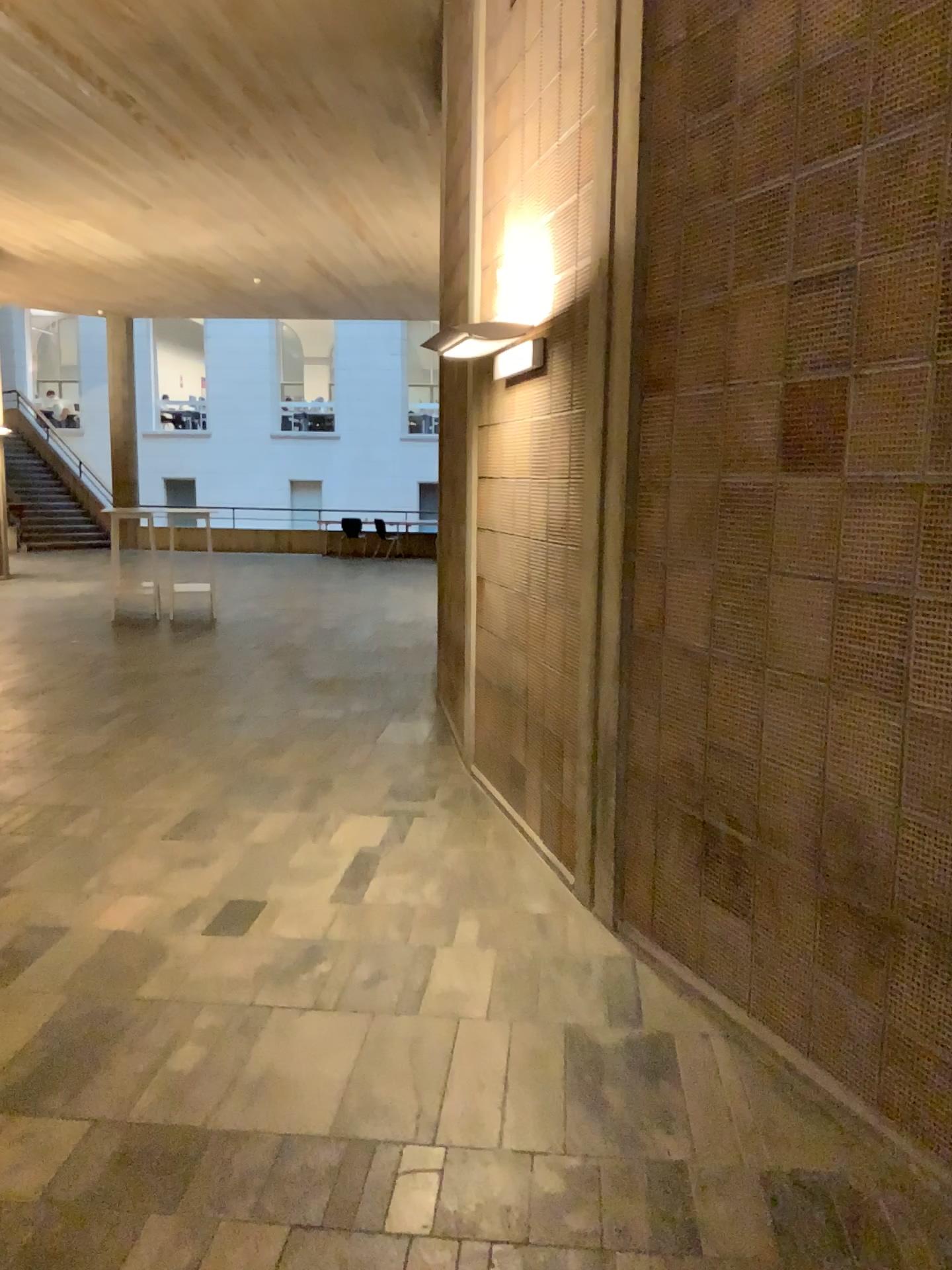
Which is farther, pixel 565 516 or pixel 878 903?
pixel 565 516
